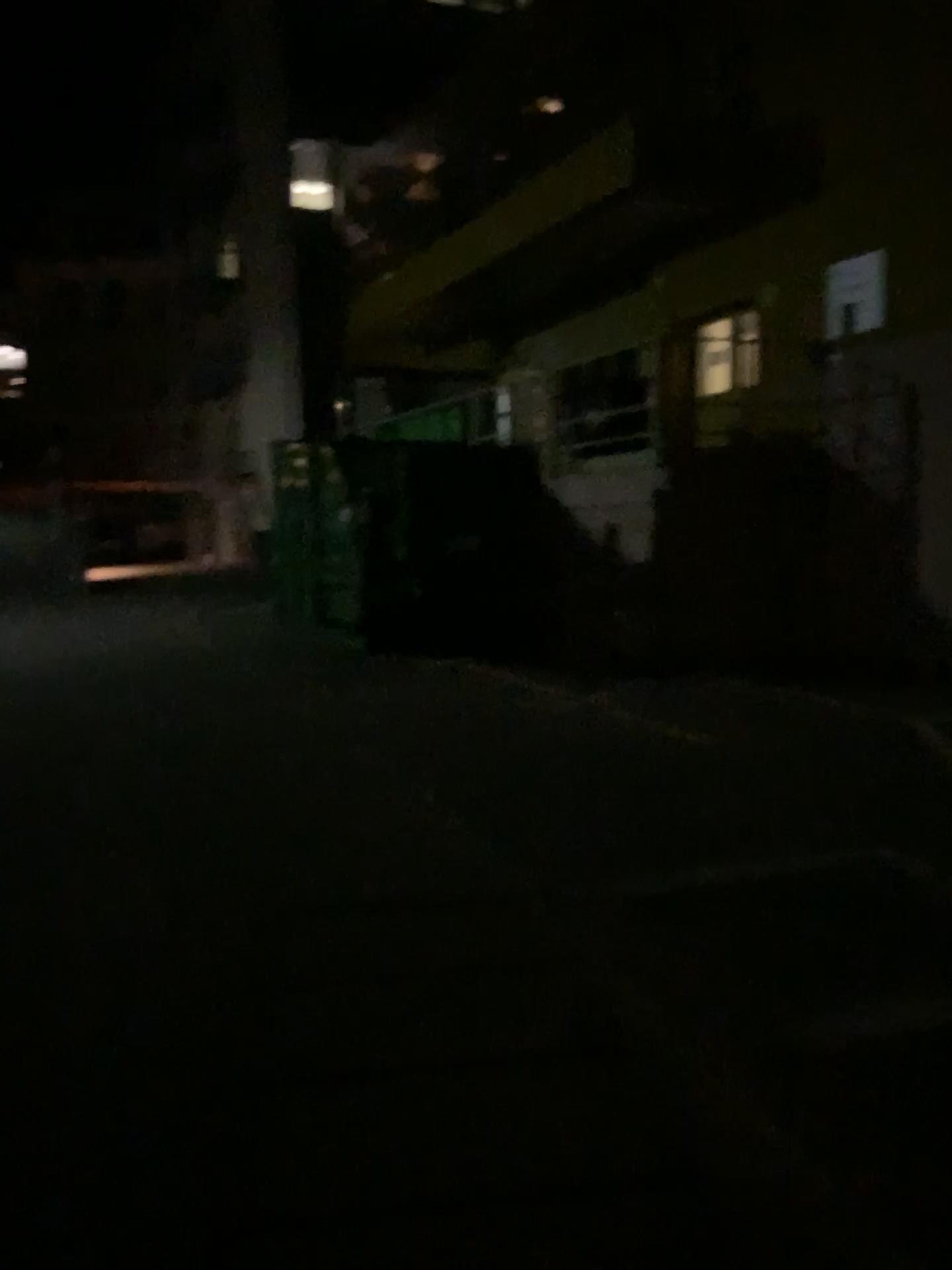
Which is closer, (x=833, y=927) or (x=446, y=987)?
(x=446, y=987)
